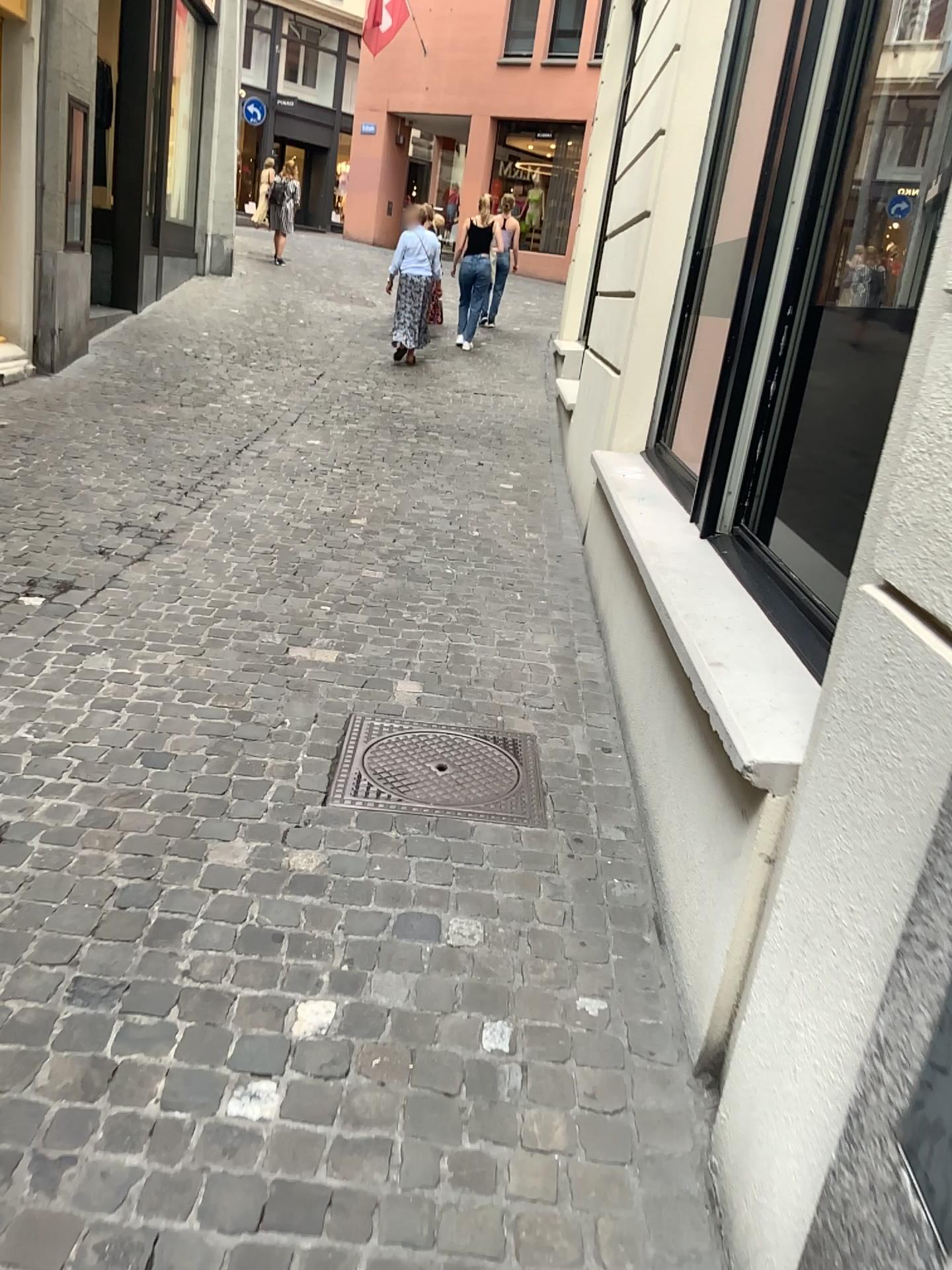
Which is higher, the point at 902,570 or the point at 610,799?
the point at 902,570
